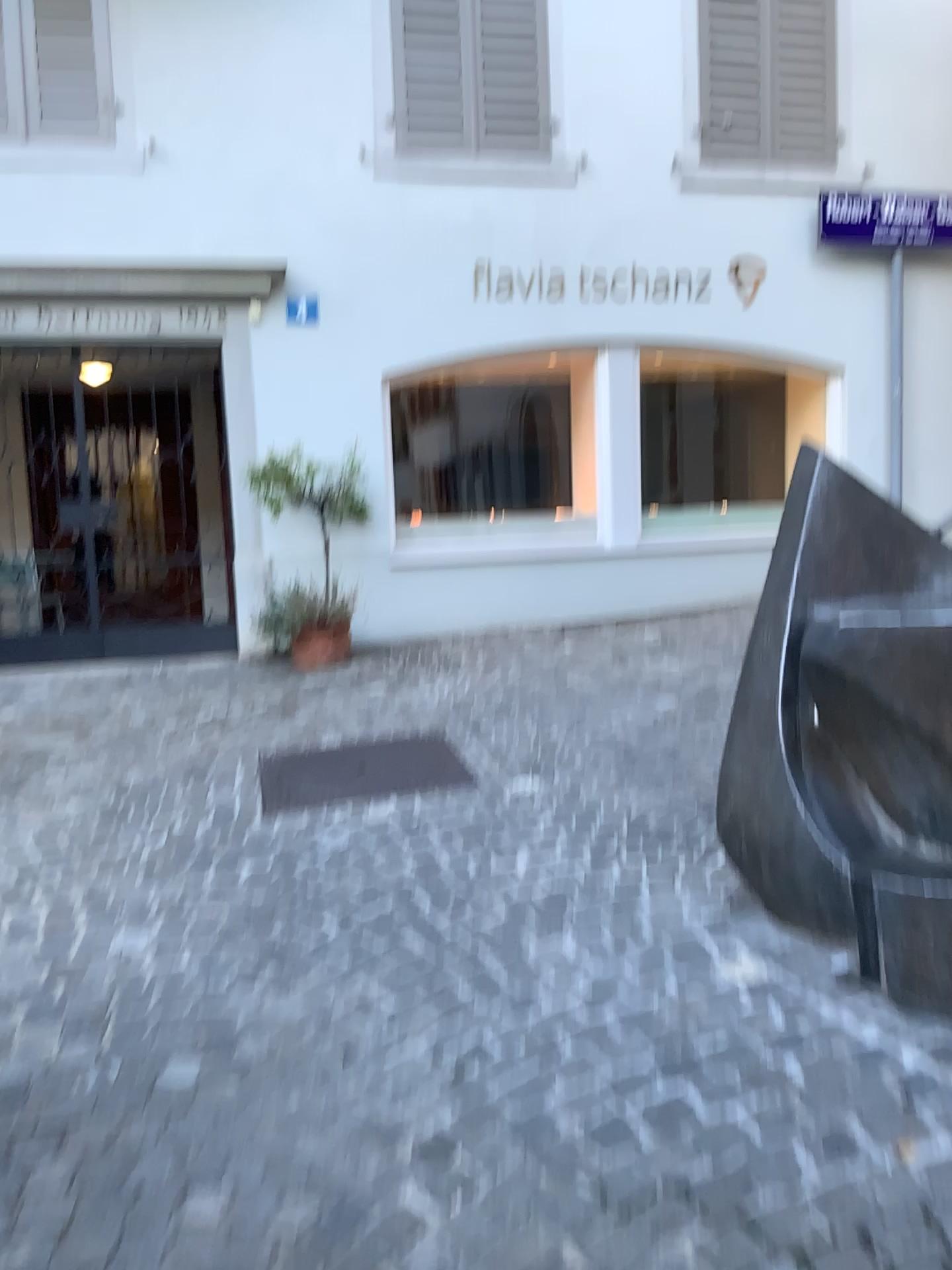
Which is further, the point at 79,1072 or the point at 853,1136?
the point at 79,1072
